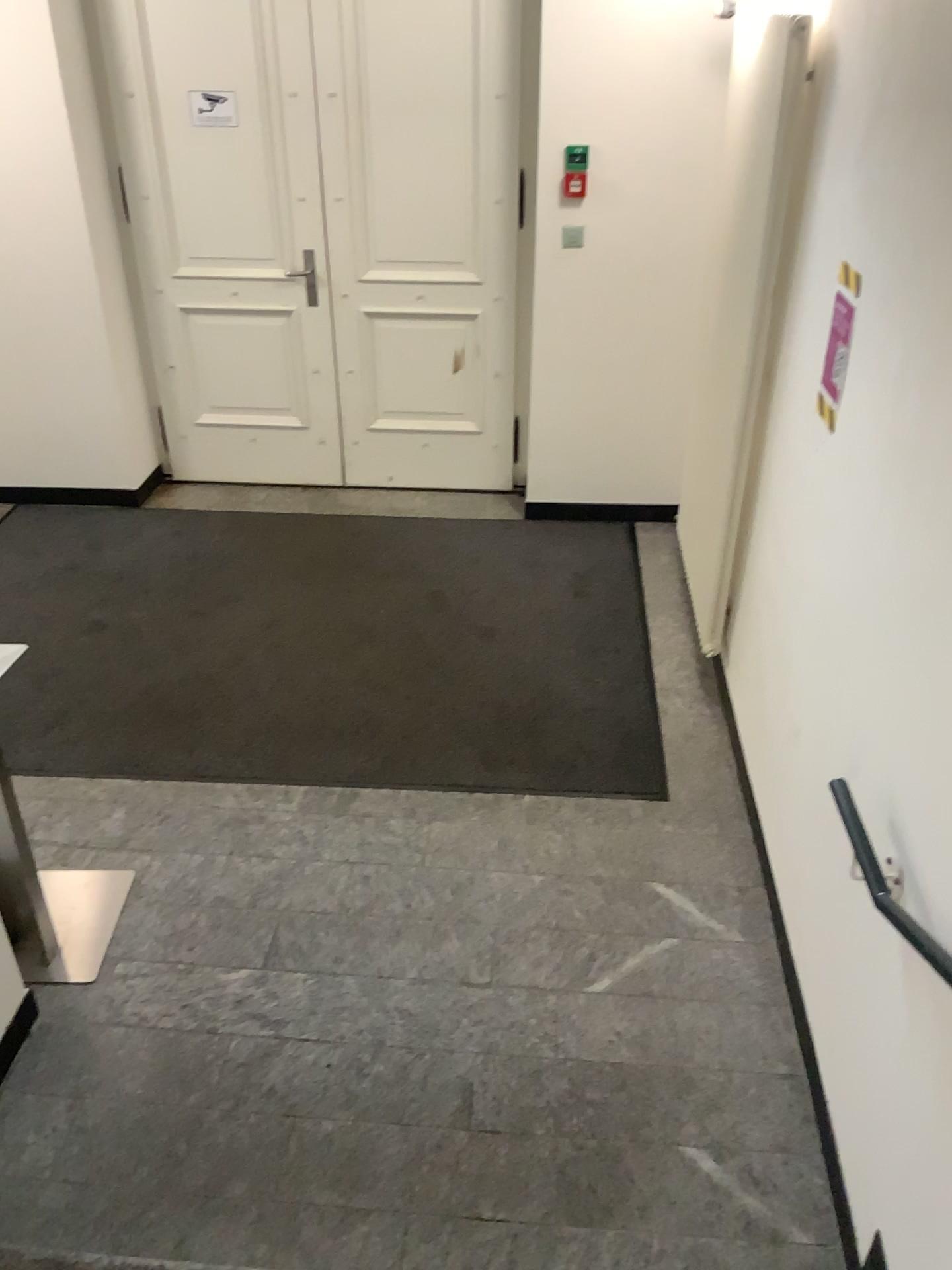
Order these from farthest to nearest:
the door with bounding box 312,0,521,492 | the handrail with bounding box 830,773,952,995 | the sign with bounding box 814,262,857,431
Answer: the door with bounding box 312,0,521,492, the sign with bounding box 814,262,857,431, the handrail with bounding box 830,773,952,995

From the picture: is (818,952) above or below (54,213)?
below

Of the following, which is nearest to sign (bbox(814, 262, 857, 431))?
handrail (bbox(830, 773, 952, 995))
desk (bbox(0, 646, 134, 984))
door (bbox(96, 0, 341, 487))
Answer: handrail (bbox(830, 773, 952, 995))

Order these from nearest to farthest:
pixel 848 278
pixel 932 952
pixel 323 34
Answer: pixel 932 952 → pixel 848 278 → pixel 323 34

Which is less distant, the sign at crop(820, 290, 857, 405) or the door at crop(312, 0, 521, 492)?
the sign at crop(820, 290, 857, 405)

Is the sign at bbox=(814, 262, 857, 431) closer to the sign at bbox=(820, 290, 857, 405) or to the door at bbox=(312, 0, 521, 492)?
the sign at bbox=(820, 290, 857, 405)

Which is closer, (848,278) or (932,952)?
(932,952)

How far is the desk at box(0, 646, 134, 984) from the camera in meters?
2.6

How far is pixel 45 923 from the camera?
2.6m

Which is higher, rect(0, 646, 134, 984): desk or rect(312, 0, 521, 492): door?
rect(312, 0, 521, 492): door
